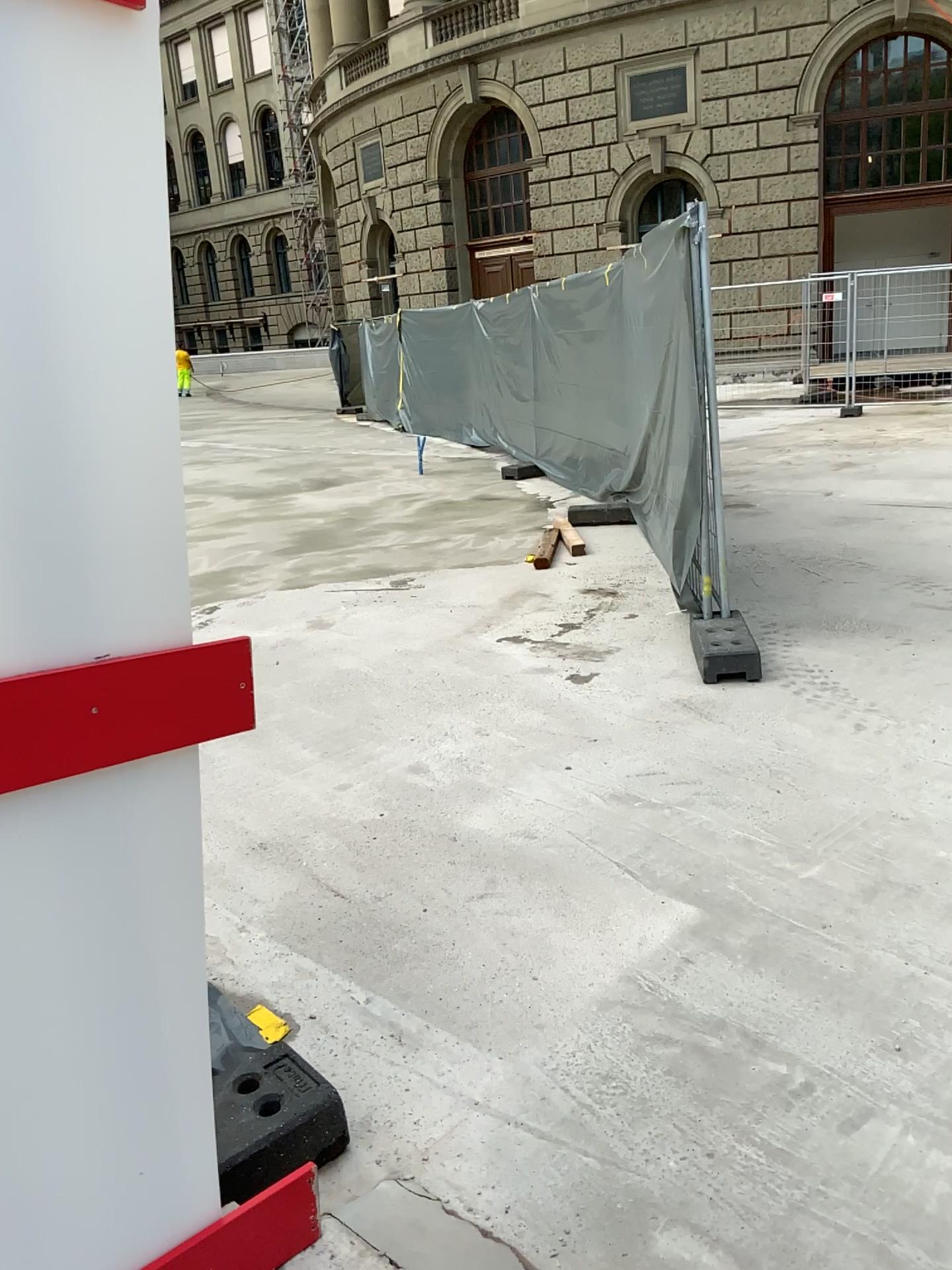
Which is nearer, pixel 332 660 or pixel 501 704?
pixel 501 704
